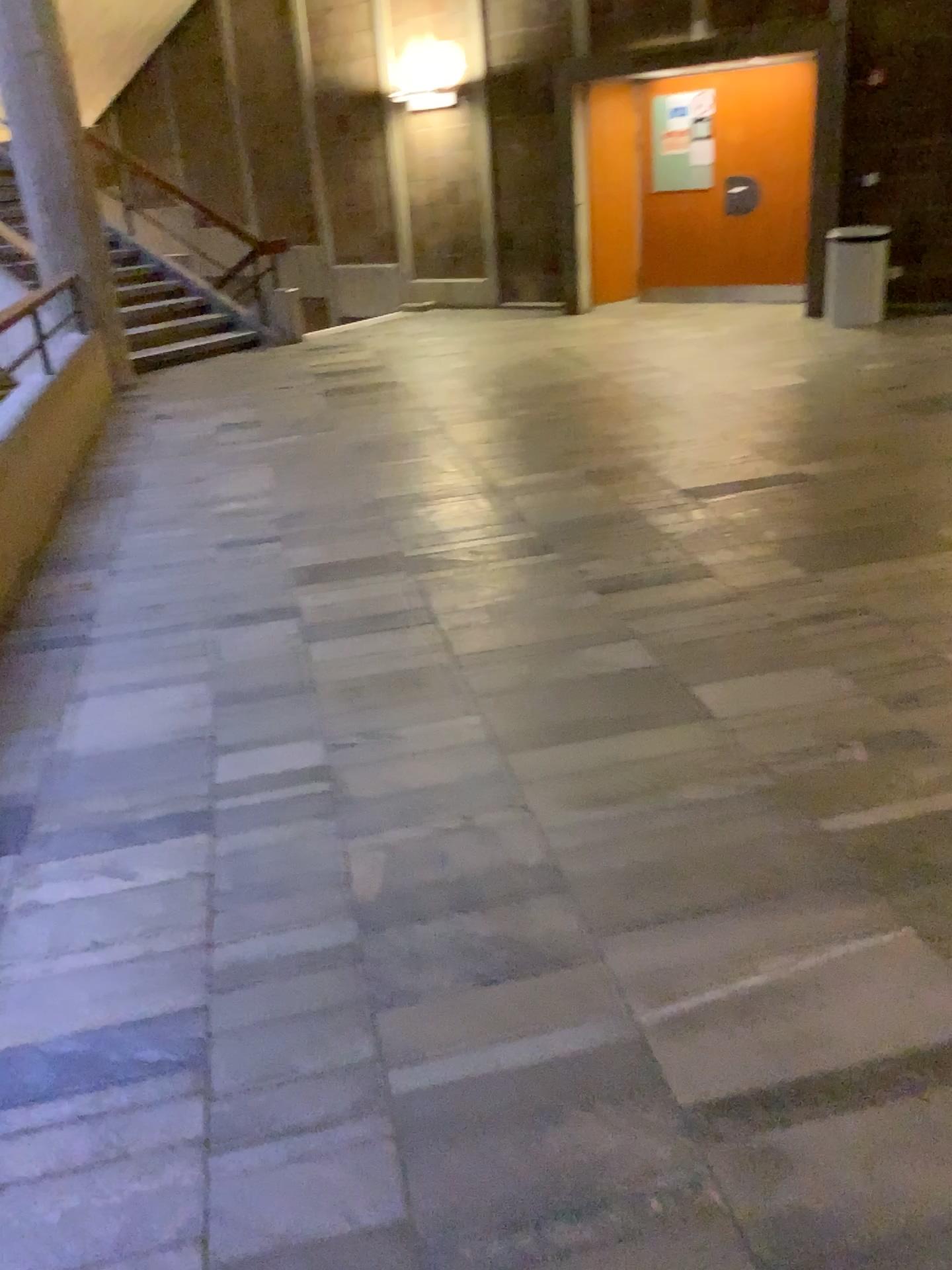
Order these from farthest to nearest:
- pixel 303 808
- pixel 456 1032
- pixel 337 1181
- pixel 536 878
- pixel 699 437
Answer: pixel 699 437
pixel 303 808
pixel 536 878
pixel 456 1032
pixel 337 1181
